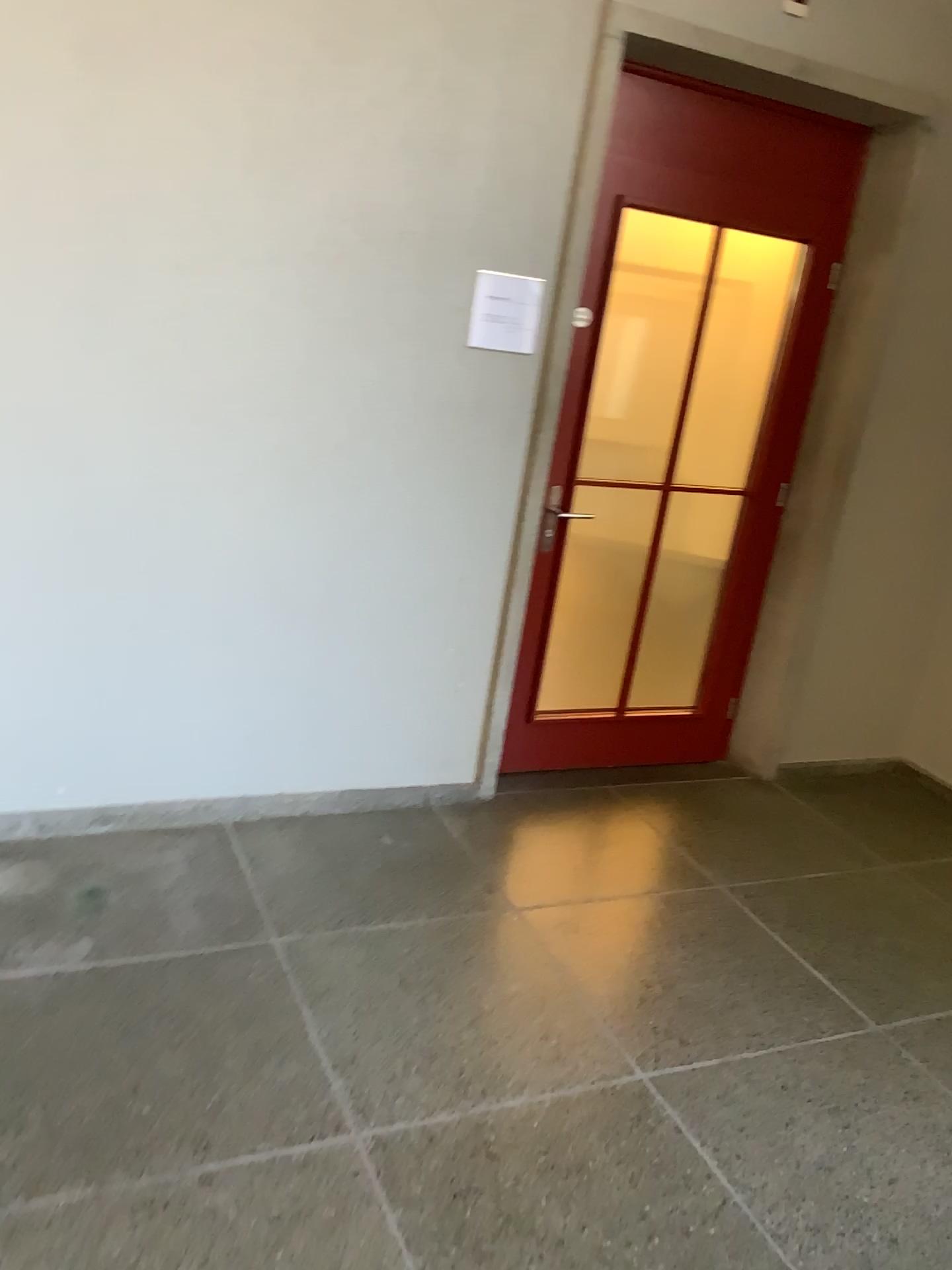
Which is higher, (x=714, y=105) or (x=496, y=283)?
(x=714, y=105)

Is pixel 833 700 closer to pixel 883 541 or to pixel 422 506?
pixel 883 541

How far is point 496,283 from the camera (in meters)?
3.08

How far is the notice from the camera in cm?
308
